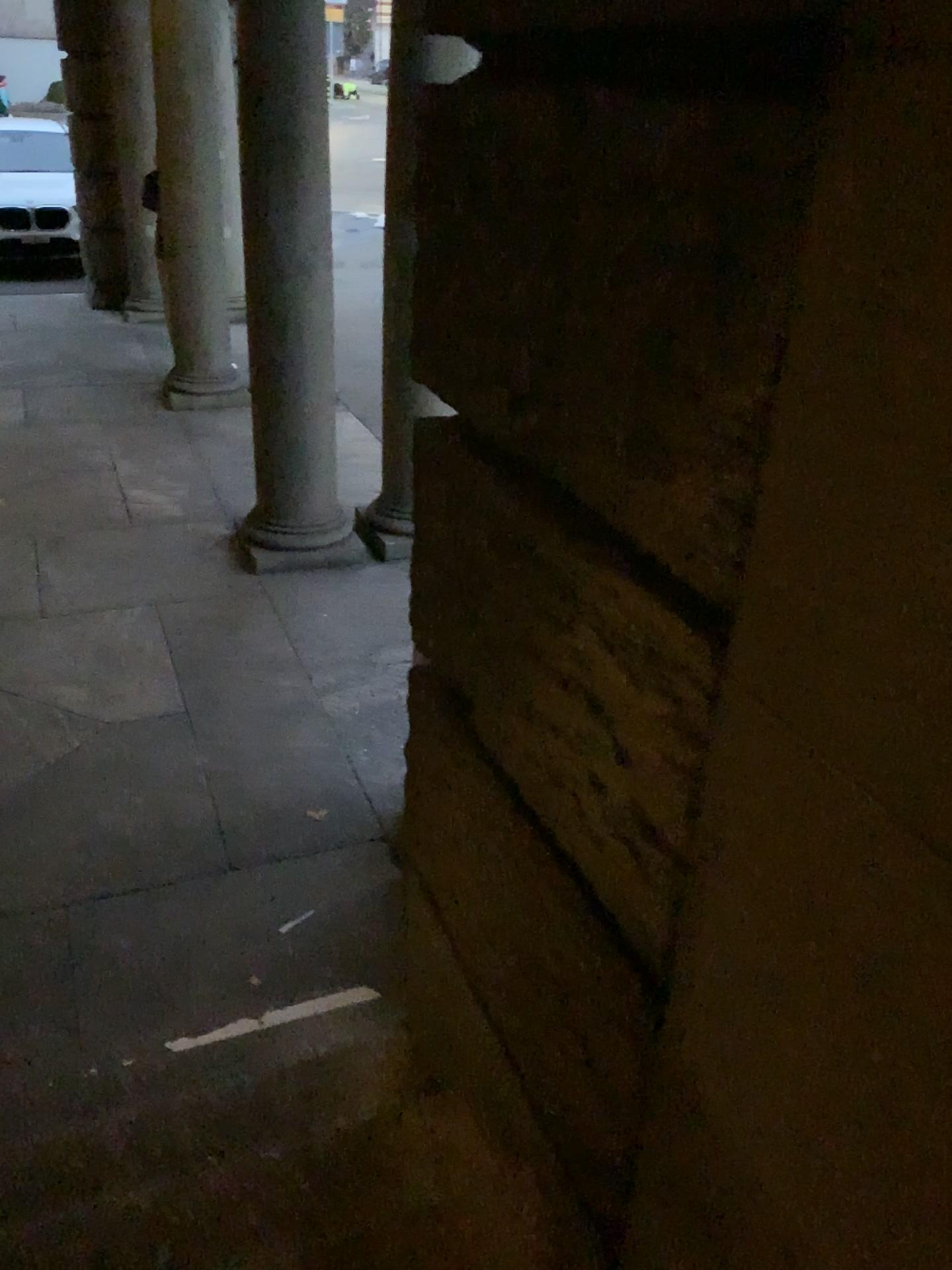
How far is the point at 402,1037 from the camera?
2.3 meters
